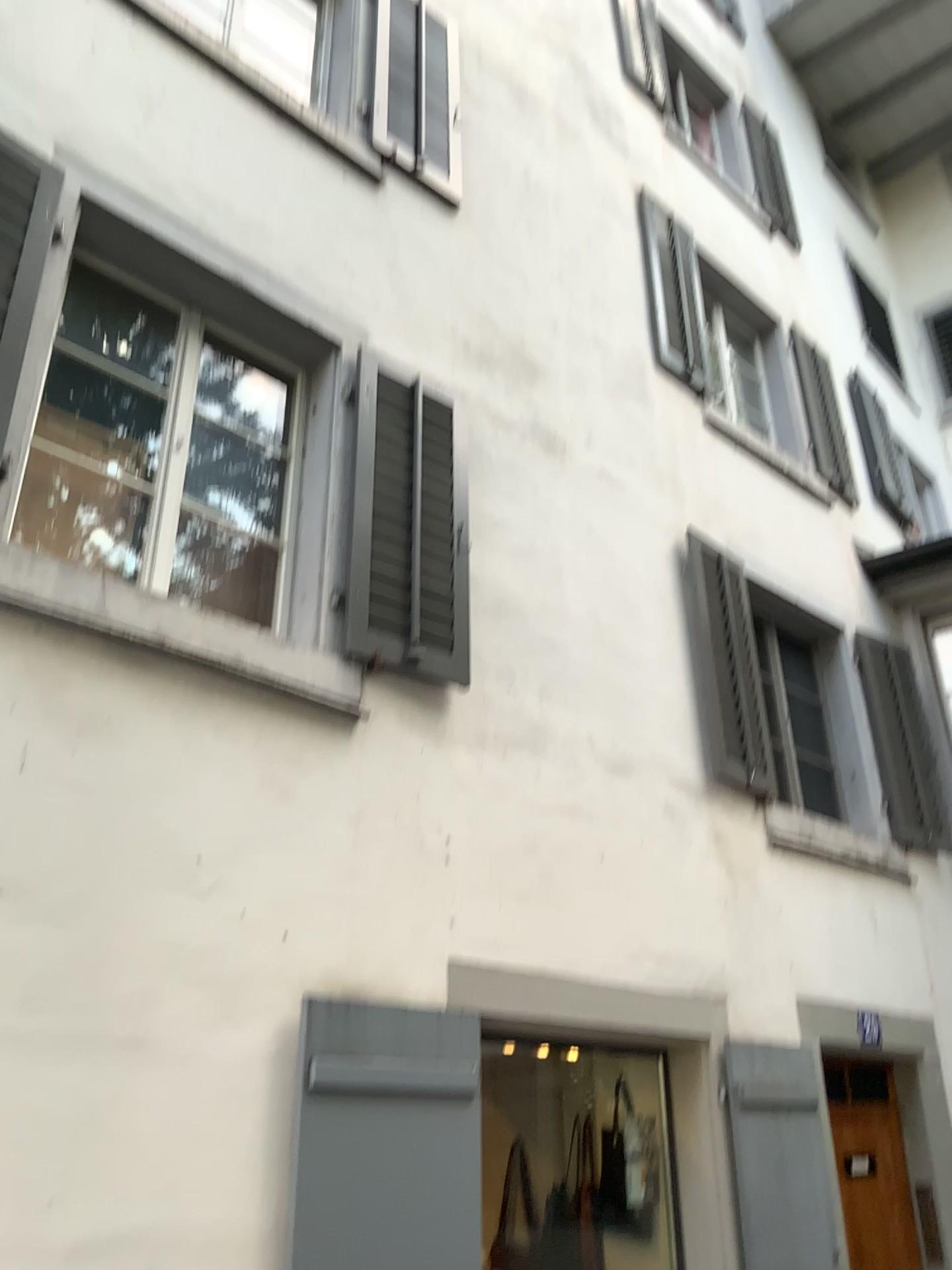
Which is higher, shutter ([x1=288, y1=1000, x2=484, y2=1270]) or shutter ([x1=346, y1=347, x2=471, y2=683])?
Result: shutter ([x1=346, y1=347, x2=471, y2=683])

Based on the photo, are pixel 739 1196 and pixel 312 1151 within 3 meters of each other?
yes

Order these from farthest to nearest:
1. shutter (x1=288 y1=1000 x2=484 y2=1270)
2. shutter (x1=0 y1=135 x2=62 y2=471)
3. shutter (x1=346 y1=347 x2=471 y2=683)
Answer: shutter (x1=346 y1=347 x2=471 y2=683) → shutter (x1=0 y1=135 x2=62 y2=471) → shutter (x1=288 y1=1000 x2=484 y2=1270)

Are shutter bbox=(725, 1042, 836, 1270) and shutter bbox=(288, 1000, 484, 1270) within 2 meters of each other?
yes

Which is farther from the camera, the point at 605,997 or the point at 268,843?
the point at 605,997

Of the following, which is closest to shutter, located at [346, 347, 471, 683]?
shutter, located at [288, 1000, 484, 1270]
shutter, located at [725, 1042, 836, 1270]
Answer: shutter, located at [288, 1000, 484, 1270]

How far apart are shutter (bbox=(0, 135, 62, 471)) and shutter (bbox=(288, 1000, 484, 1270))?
2.0 meters

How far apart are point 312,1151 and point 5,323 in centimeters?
257cm

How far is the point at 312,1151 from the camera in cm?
292

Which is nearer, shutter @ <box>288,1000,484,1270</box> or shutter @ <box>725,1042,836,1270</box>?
shutter @ <box>288,1000,484,1270</box>
